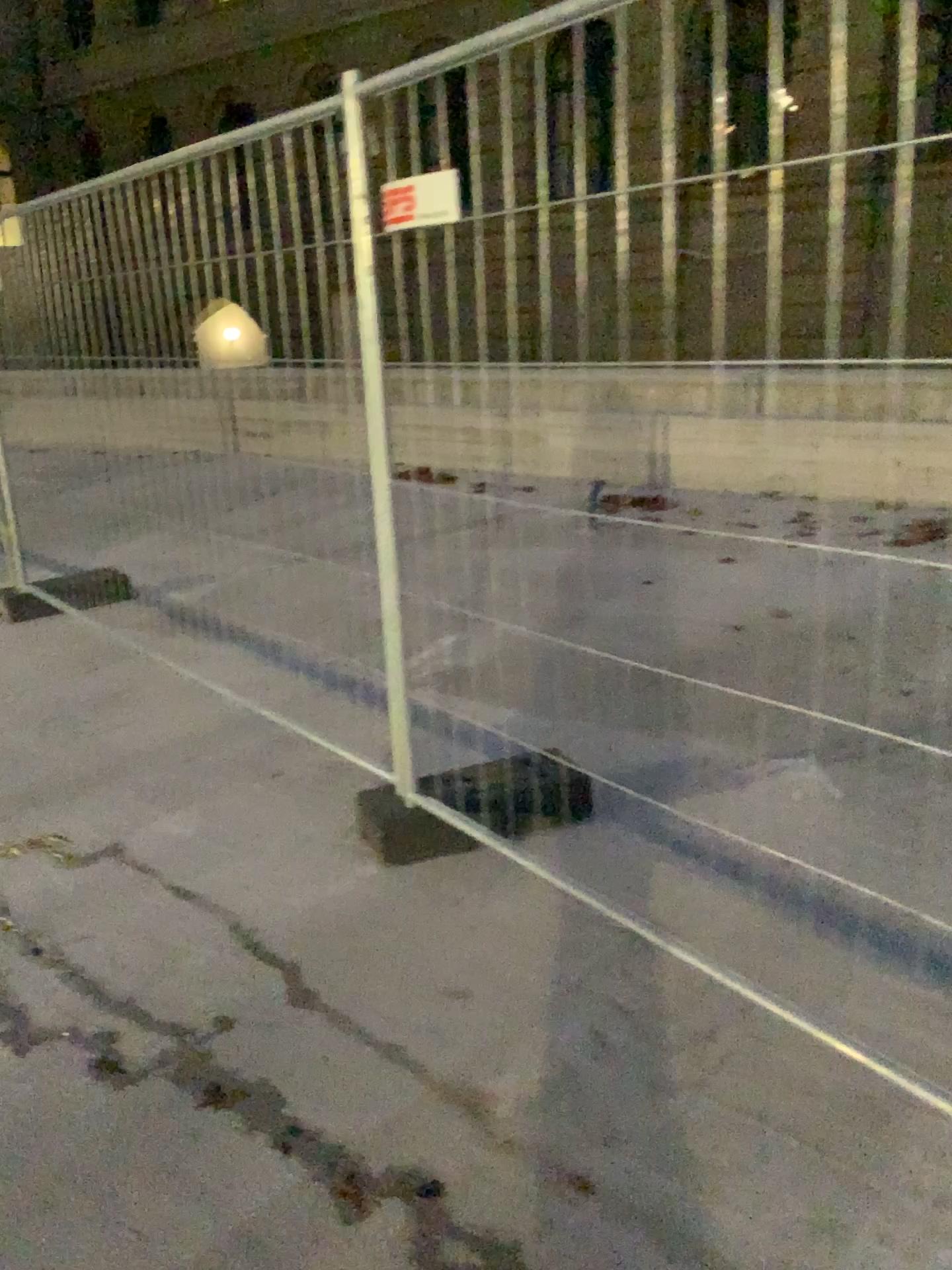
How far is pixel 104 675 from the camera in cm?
453
